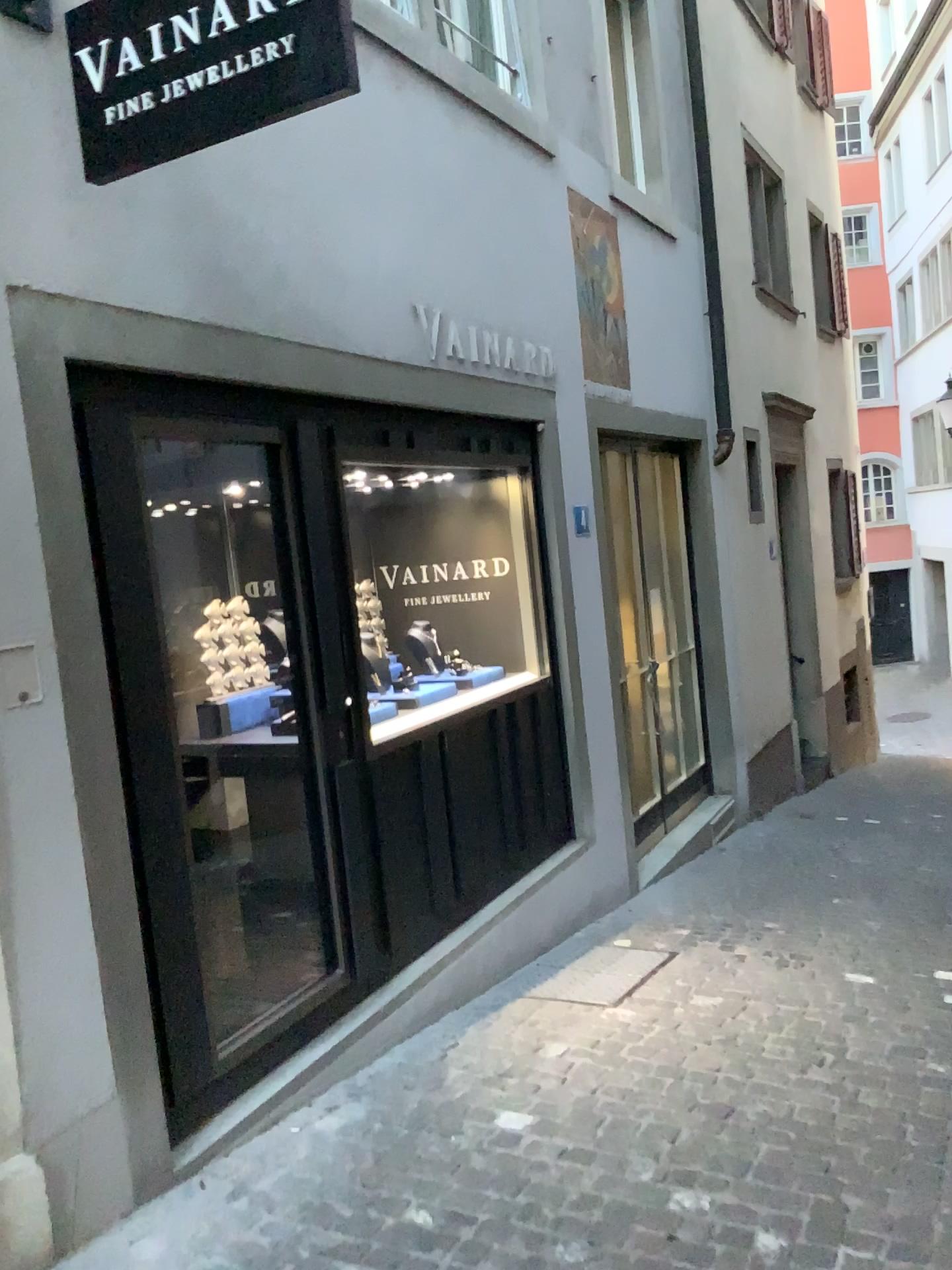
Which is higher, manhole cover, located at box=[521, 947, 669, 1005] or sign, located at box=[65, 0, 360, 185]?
sign, located at box=[65, 0, 360, 185]

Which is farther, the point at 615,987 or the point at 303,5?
the point at 615,987

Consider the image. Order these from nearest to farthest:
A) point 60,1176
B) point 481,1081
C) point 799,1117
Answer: point 60,1176 → point 799,1117 → point 481,1081

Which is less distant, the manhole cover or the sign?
the sign

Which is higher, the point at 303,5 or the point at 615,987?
the point at 303,5
